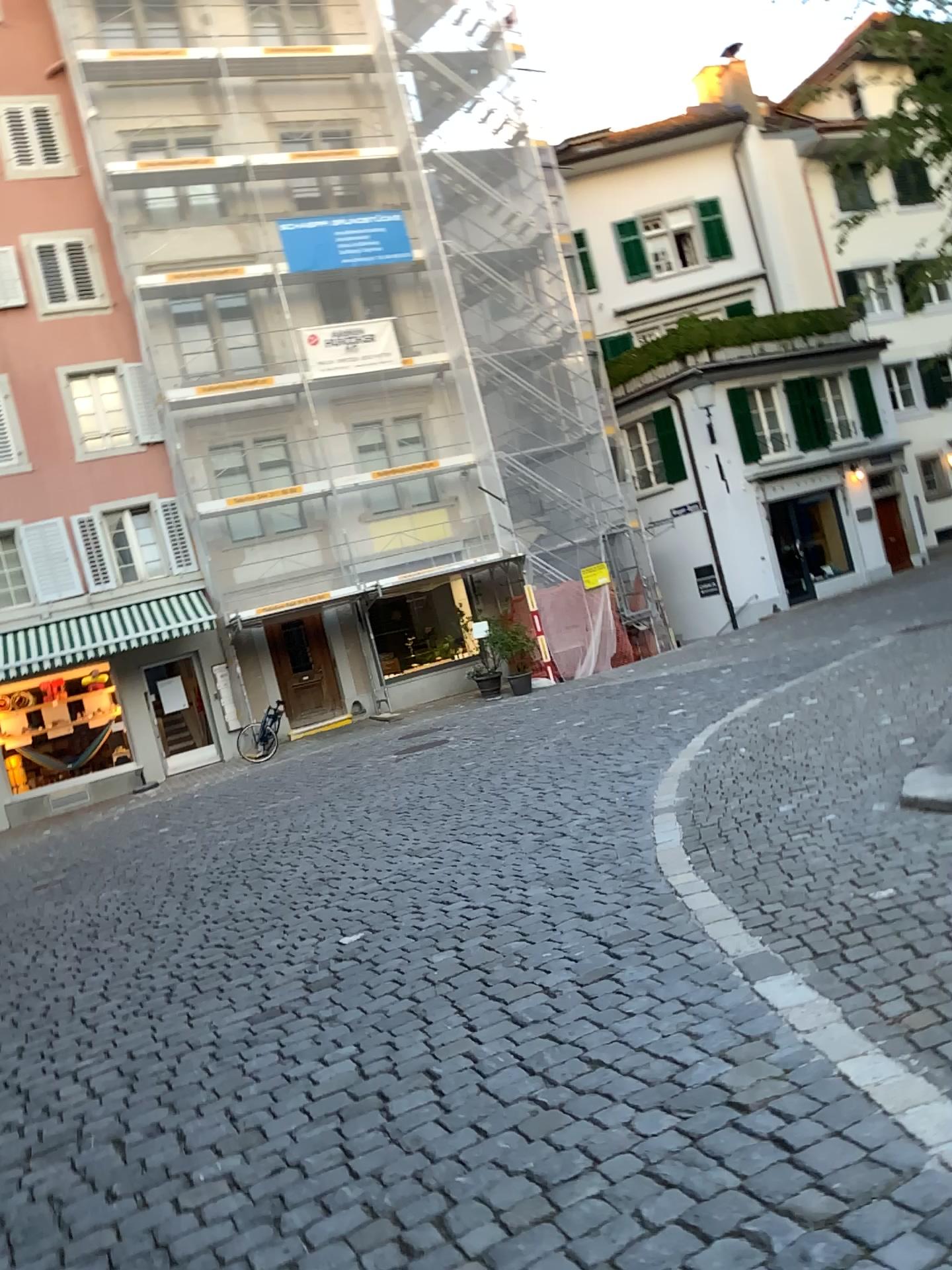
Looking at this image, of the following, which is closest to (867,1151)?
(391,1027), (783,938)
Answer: (783,938)
